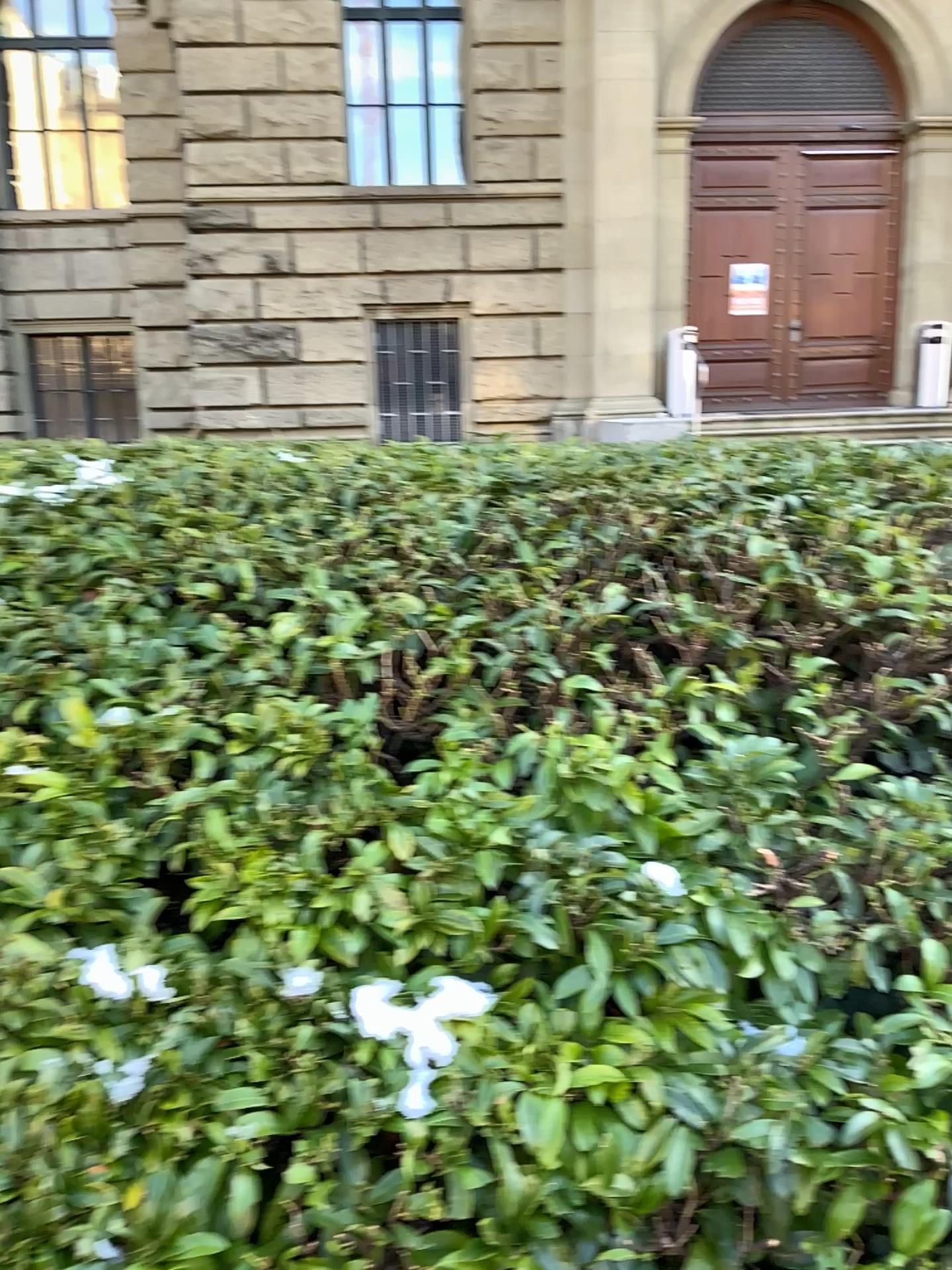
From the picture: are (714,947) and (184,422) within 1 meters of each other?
no
